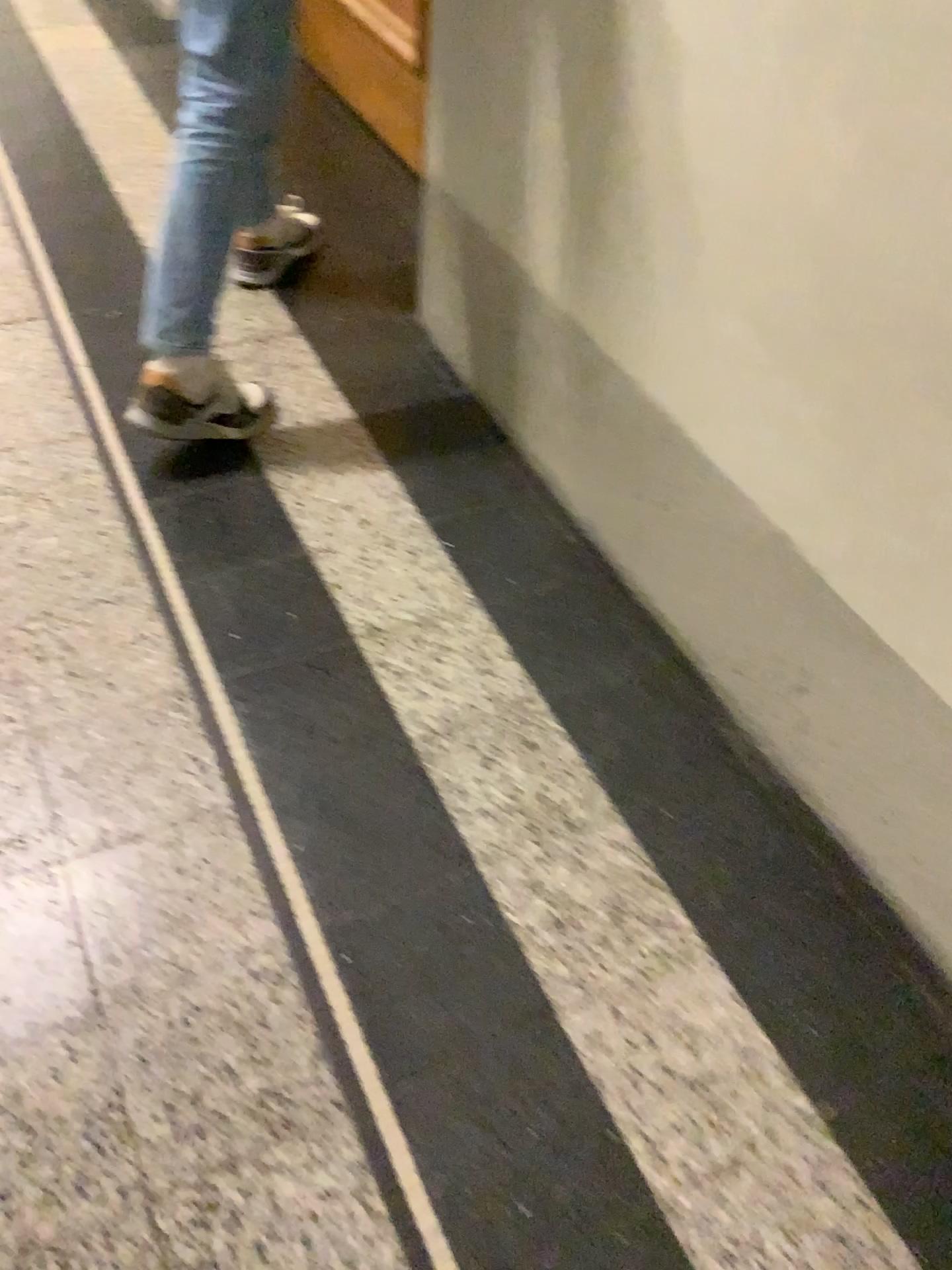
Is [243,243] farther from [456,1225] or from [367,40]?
[456,1225]

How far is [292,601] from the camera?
1.6m

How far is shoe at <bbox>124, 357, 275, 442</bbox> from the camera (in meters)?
1.73

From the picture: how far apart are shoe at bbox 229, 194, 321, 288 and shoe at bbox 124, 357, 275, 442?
0.30m

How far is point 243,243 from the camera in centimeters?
202cm

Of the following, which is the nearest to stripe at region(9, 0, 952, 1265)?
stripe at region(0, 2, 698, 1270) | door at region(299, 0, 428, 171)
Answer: stripe at region(0, 2, 698, 1270)

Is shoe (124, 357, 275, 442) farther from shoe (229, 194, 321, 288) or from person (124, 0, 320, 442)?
shoe (229, 194, 321, 288)

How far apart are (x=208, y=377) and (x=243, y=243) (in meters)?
0.43

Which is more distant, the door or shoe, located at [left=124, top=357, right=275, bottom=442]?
the door

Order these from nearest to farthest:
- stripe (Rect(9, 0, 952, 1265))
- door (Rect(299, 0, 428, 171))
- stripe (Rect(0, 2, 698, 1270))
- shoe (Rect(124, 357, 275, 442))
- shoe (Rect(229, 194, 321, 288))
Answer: stripe (Rect(0, 2, 698, 1270)) < stripe (Rect(9, 0, 952, 1265)) < shoe (Rect(124, 357, 275, 442)) < shoe (Rect(229, 194, 321, 288)) < door (Rect(299, 0, 428, 171))
